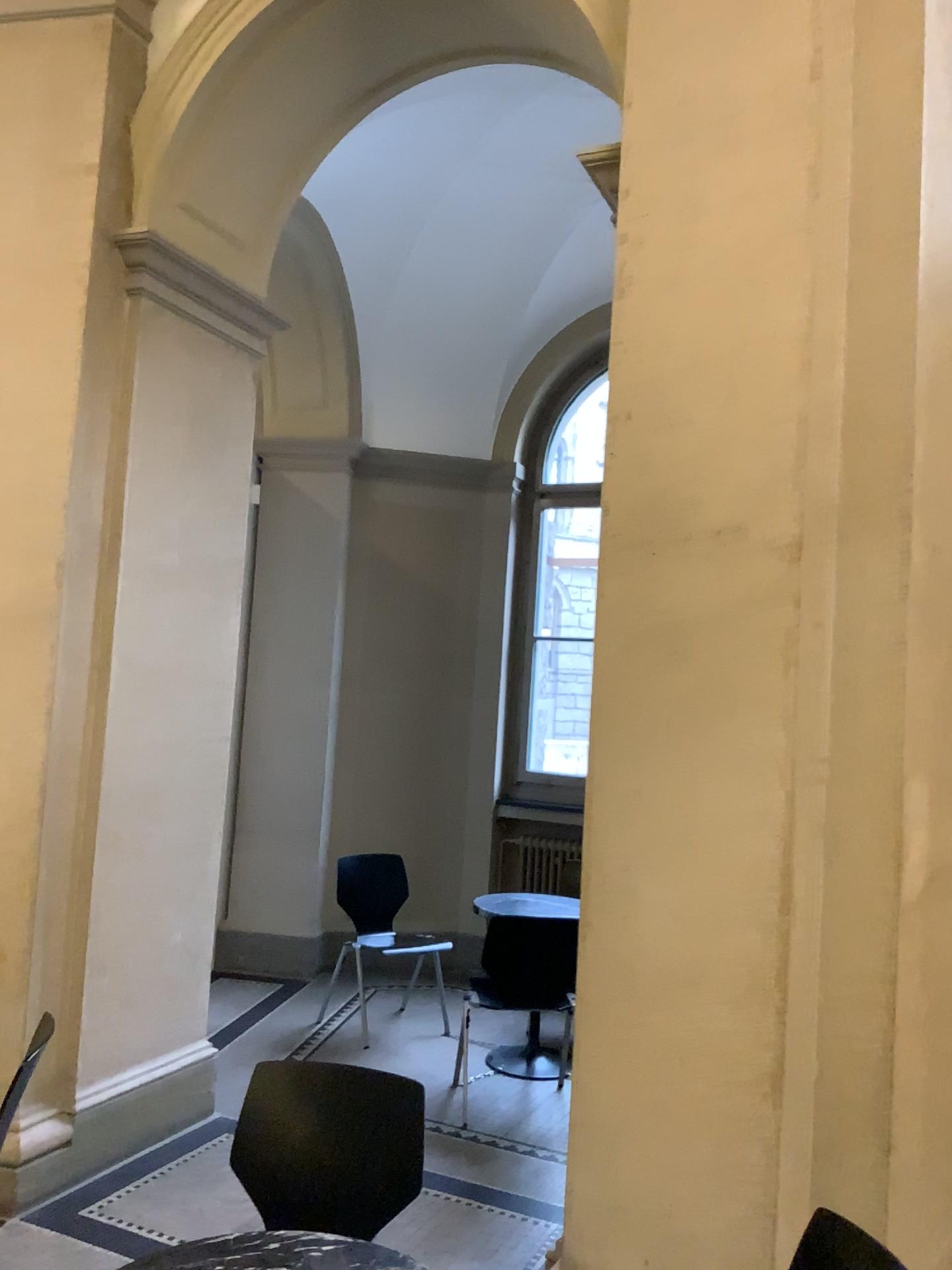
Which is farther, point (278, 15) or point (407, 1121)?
point (278, 15)

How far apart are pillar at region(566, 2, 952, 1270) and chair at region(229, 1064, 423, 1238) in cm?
44

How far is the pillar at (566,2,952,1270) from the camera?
2.40m

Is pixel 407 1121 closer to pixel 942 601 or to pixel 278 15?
pixel 942 601

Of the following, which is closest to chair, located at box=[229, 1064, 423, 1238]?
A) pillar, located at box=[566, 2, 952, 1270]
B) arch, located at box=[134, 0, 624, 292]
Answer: pillar, located at box=[566, 2, 952, 1270]

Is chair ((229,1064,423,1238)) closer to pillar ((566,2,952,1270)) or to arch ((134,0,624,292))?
pillar ((566,2,952,1270))

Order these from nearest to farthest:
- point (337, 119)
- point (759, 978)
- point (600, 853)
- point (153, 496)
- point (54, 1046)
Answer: point (759, 978)
point (600, 853)
point (54, 1046)
point (153, 496)
point (337, 119)

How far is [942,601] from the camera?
2.4m

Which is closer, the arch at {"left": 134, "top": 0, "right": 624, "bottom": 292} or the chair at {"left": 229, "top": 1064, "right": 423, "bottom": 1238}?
the chair at {"left": 229, "top": 1064, "right": 423, "bottom": 1238}

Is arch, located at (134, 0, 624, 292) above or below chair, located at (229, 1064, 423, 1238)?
above
